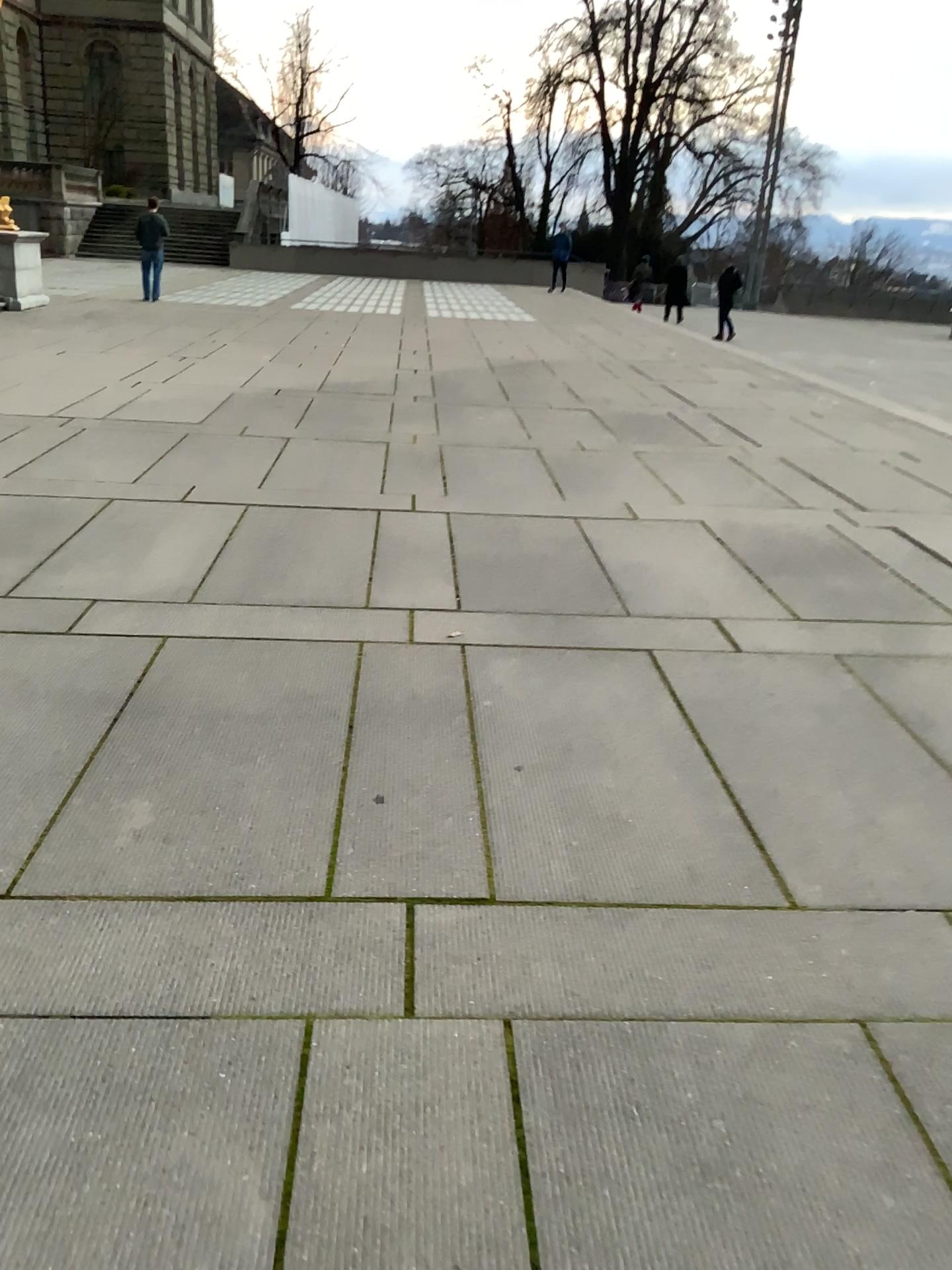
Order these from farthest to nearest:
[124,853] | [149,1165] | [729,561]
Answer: [729,561] → [124,853] → [149,1165]
